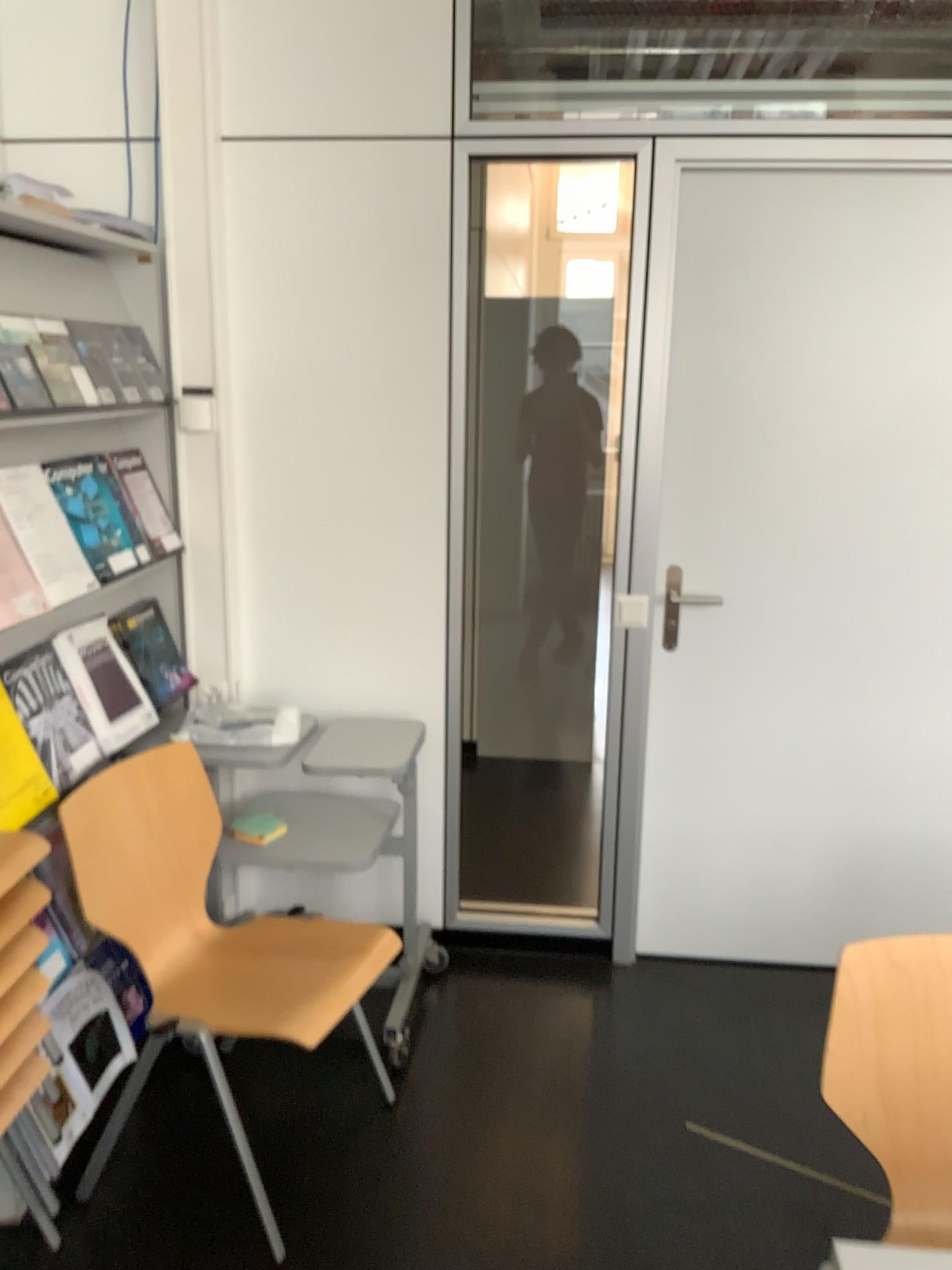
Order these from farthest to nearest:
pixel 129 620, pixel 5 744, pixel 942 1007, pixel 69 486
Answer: pixel 129 620
pixel 69 486
pixel 5 744
pixel 942 1007

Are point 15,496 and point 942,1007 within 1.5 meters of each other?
no

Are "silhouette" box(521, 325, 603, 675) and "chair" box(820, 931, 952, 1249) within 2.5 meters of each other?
no

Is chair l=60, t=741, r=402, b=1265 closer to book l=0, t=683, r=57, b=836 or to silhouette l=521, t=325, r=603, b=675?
book l=0, t=683, r=57, b=836

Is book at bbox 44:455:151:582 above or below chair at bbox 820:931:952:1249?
above

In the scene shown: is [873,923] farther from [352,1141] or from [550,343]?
[550,343]

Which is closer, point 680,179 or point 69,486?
point 69,486

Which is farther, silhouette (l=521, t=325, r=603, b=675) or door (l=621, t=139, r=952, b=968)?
silhouette (l=521, t=325, r=603, b=675)

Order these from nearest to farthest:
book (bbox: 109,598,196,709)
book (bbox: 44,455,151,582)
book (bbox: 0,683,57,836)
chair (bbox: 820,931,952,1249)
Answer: chair (bbox: 820,931,952,1249) < book (bbox: 0,683,57,836) < book (bbox: 44,455,151,582) < book (bbox: 109,598,196,709)

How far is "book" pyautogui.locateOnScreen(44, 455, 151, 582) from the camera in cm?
219
